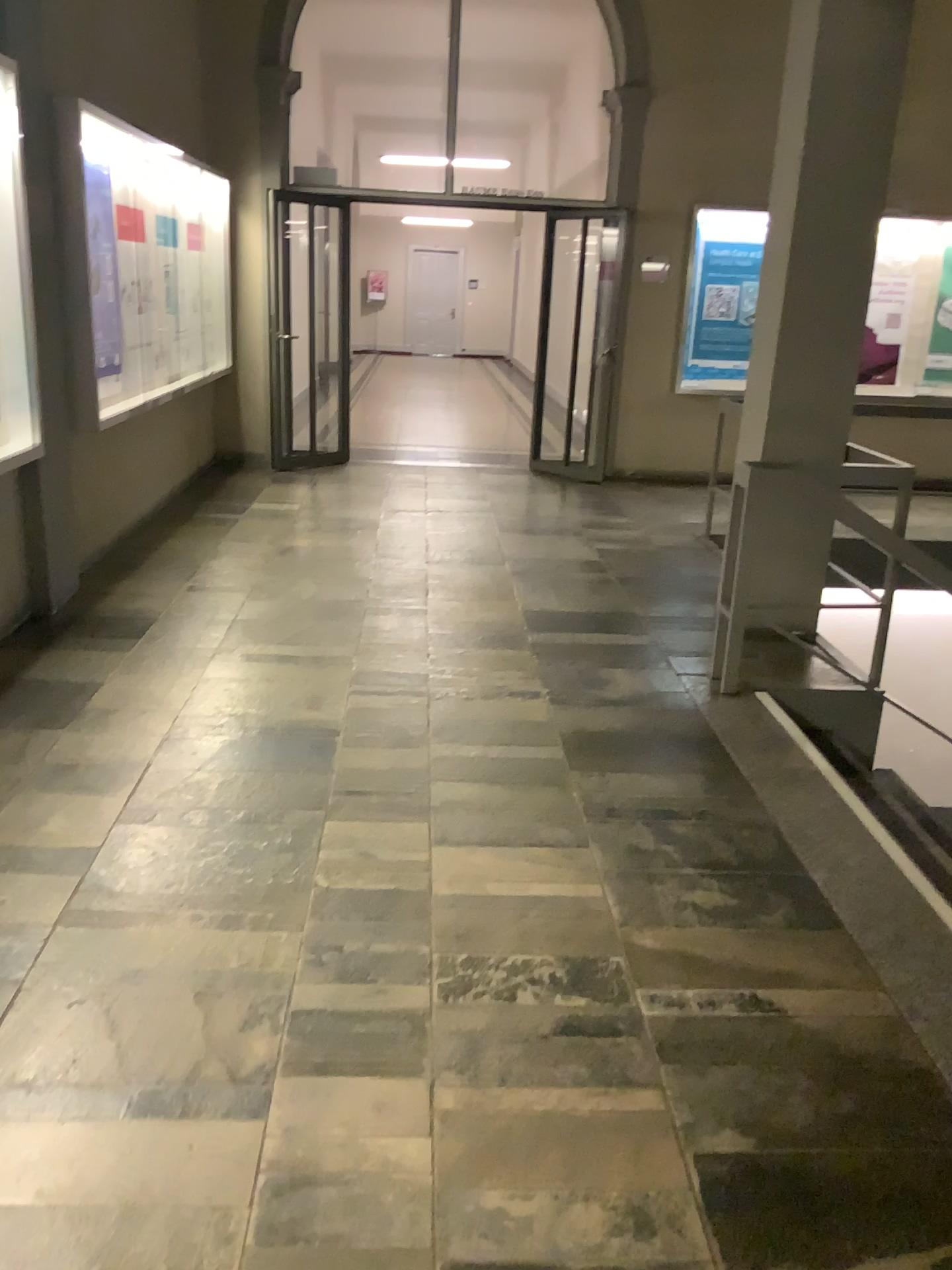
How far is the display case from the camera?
4.00m

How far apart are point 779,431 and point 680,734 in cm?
162

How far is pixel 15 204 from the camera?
4.00m
